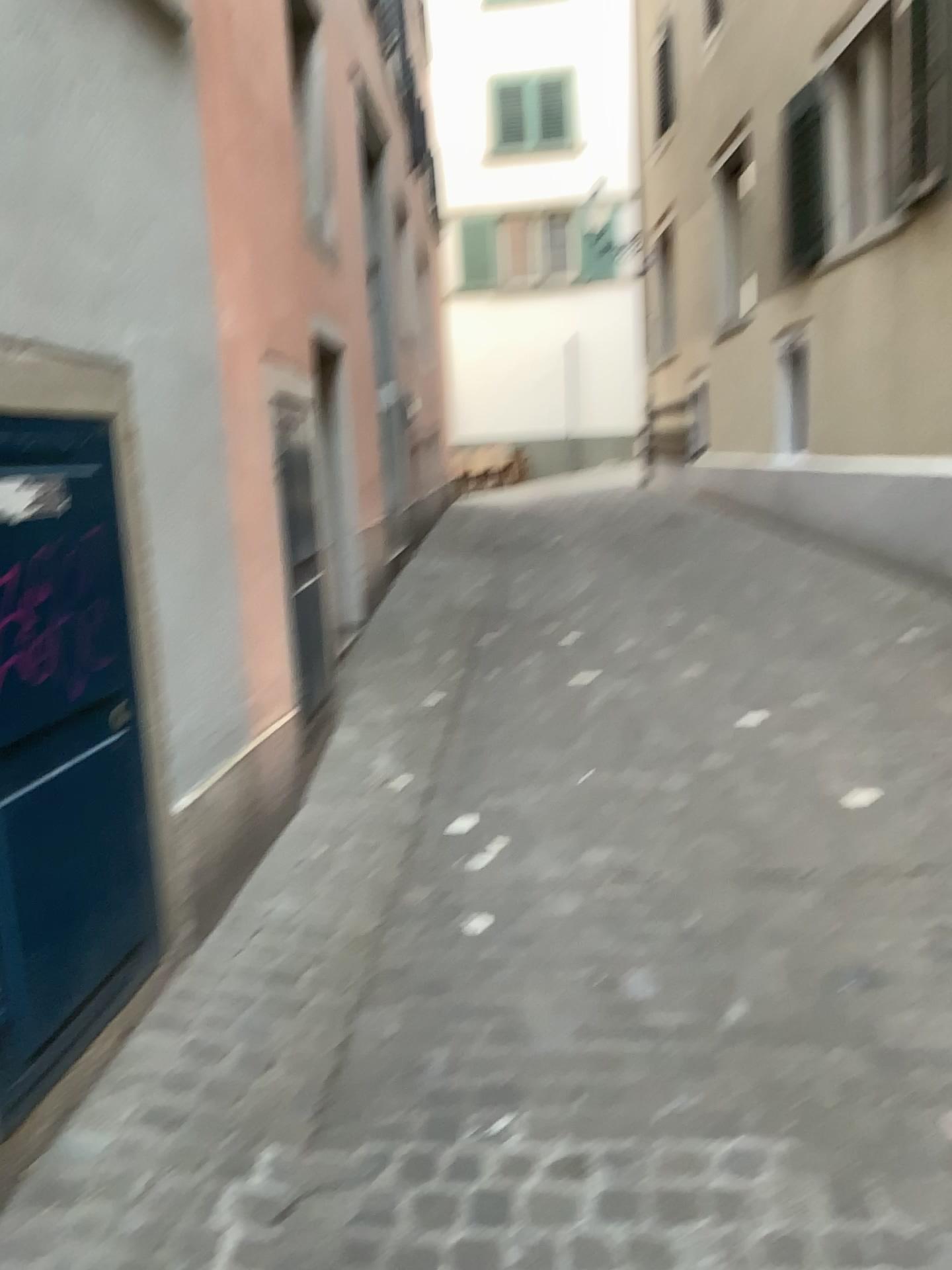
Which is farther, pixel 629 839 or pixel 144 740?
pixel 629 839

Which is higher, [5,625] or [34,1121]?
[5,625]
